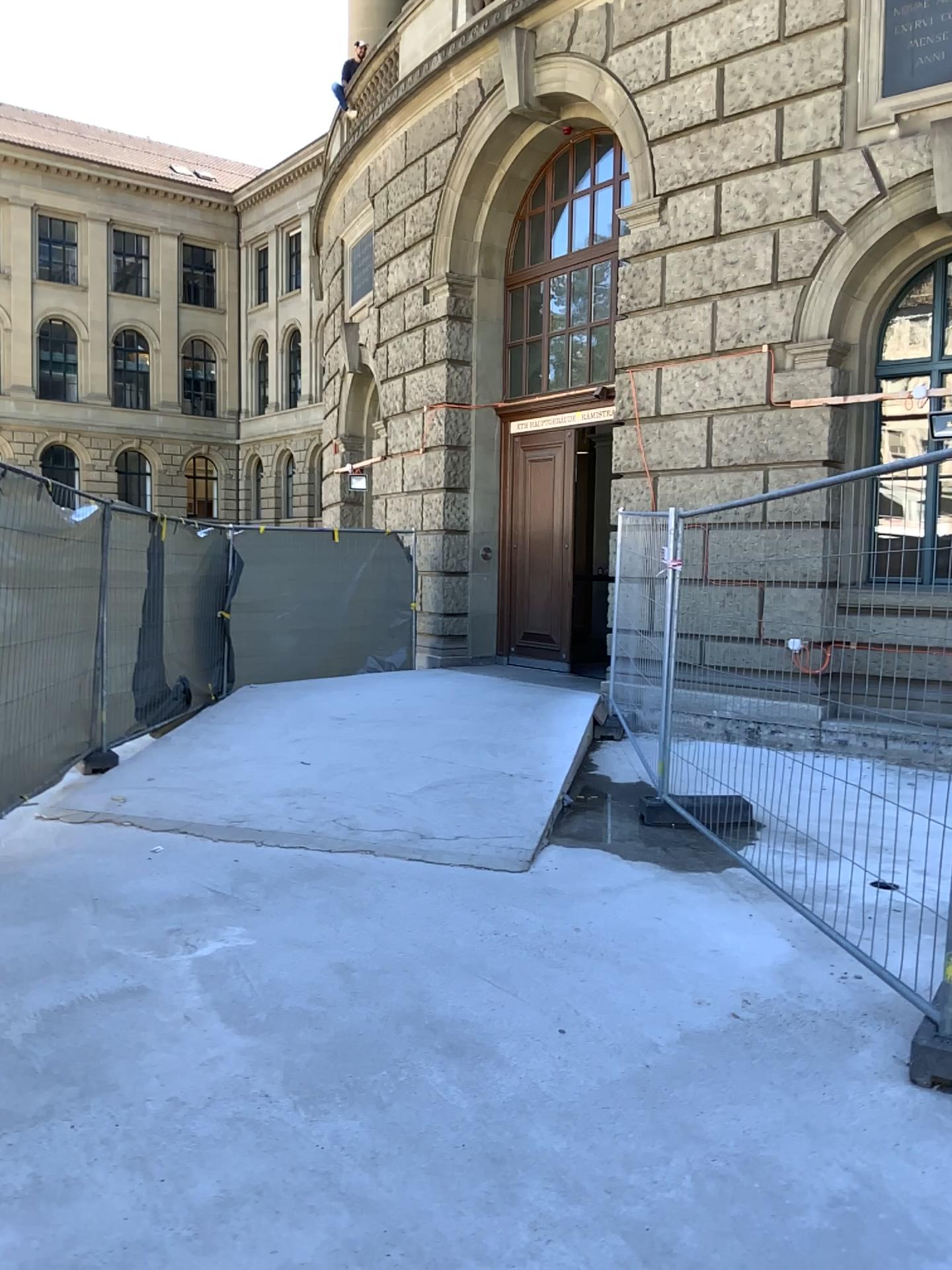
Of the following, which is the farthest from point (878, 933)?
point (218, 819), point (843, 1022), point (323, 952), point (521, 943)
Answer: point (218, 819)
